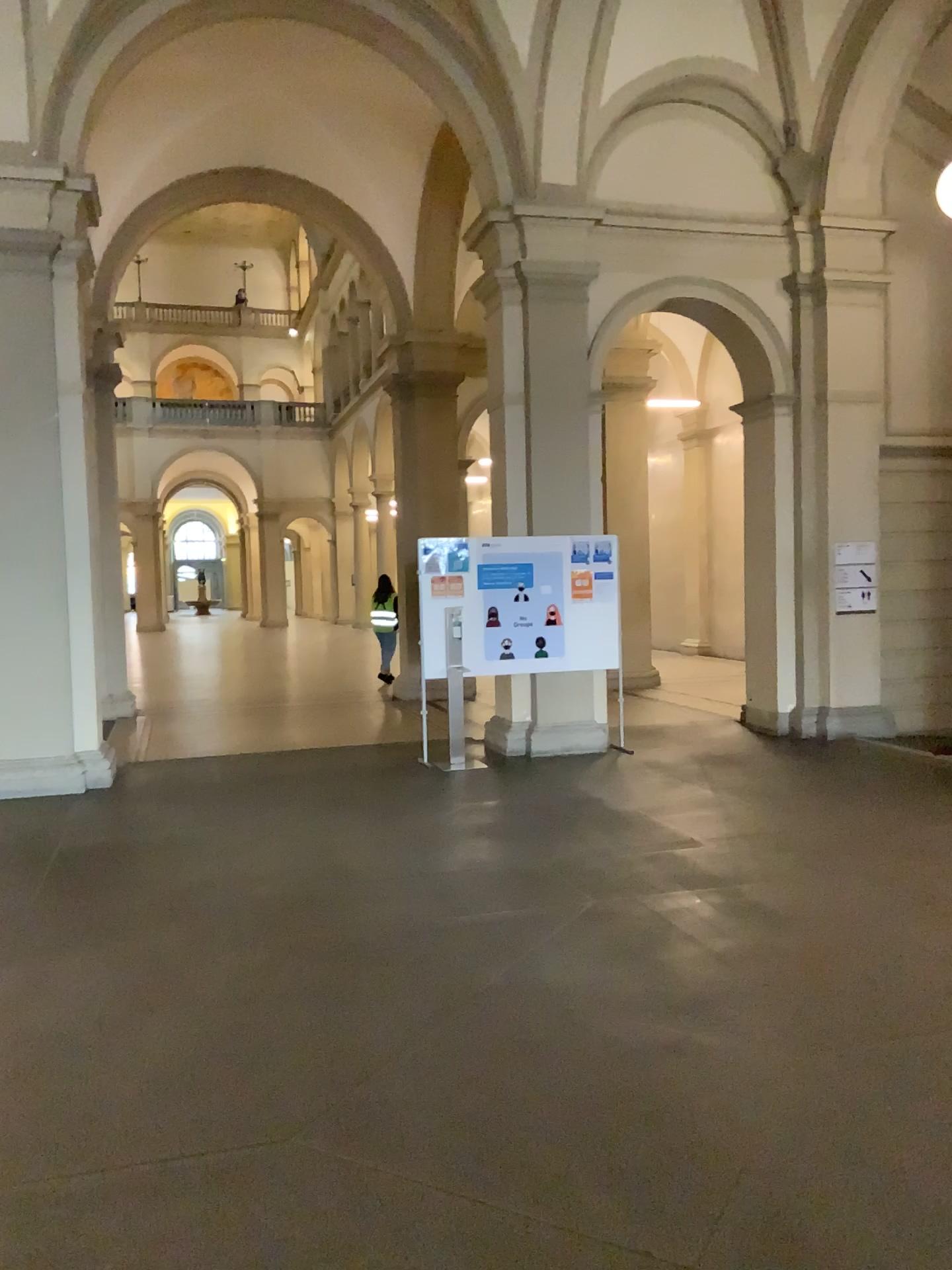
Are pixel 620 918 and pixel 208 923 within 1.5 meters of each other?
no
